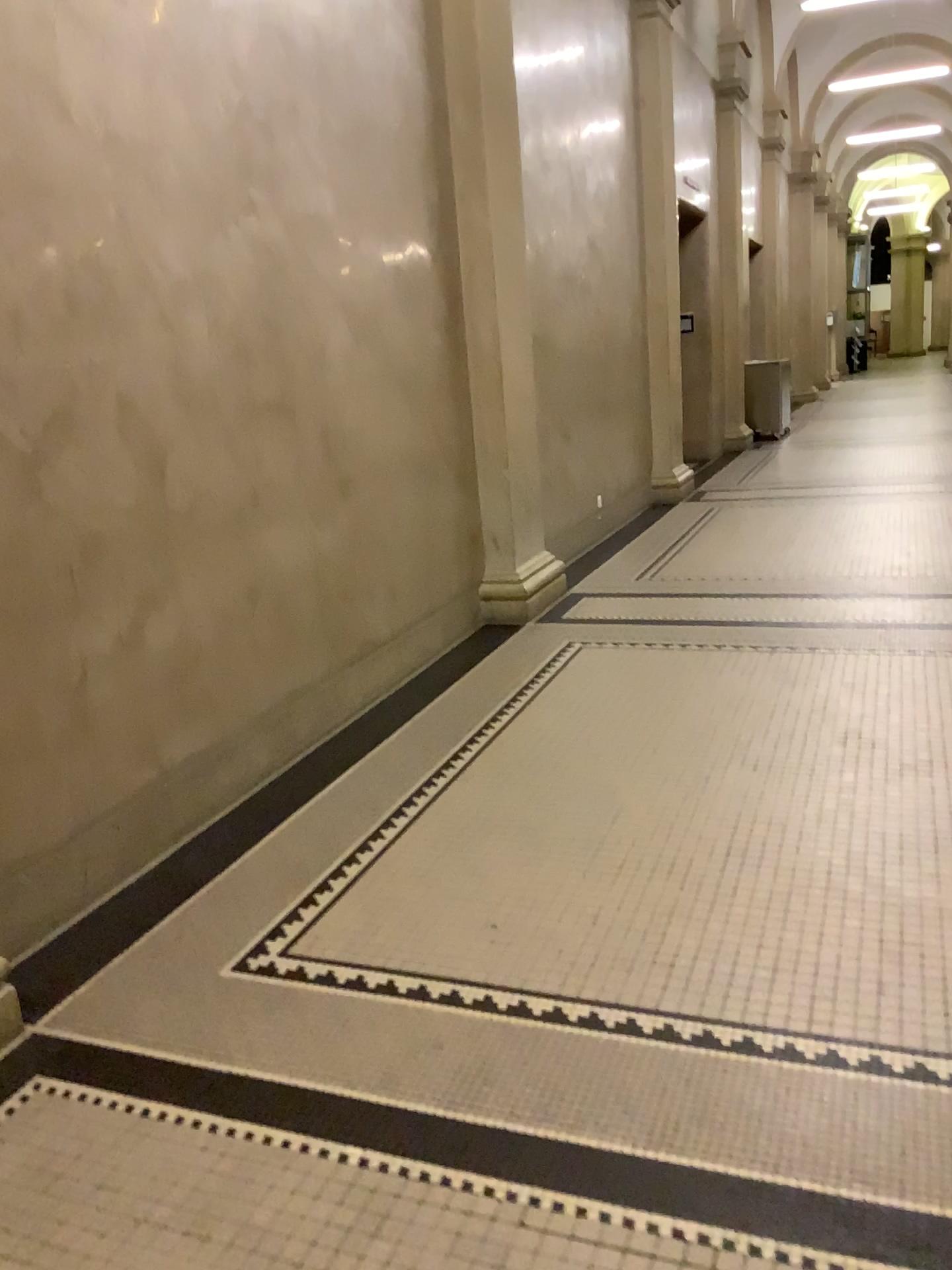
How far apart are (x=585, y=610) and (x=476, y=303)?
1.7m
